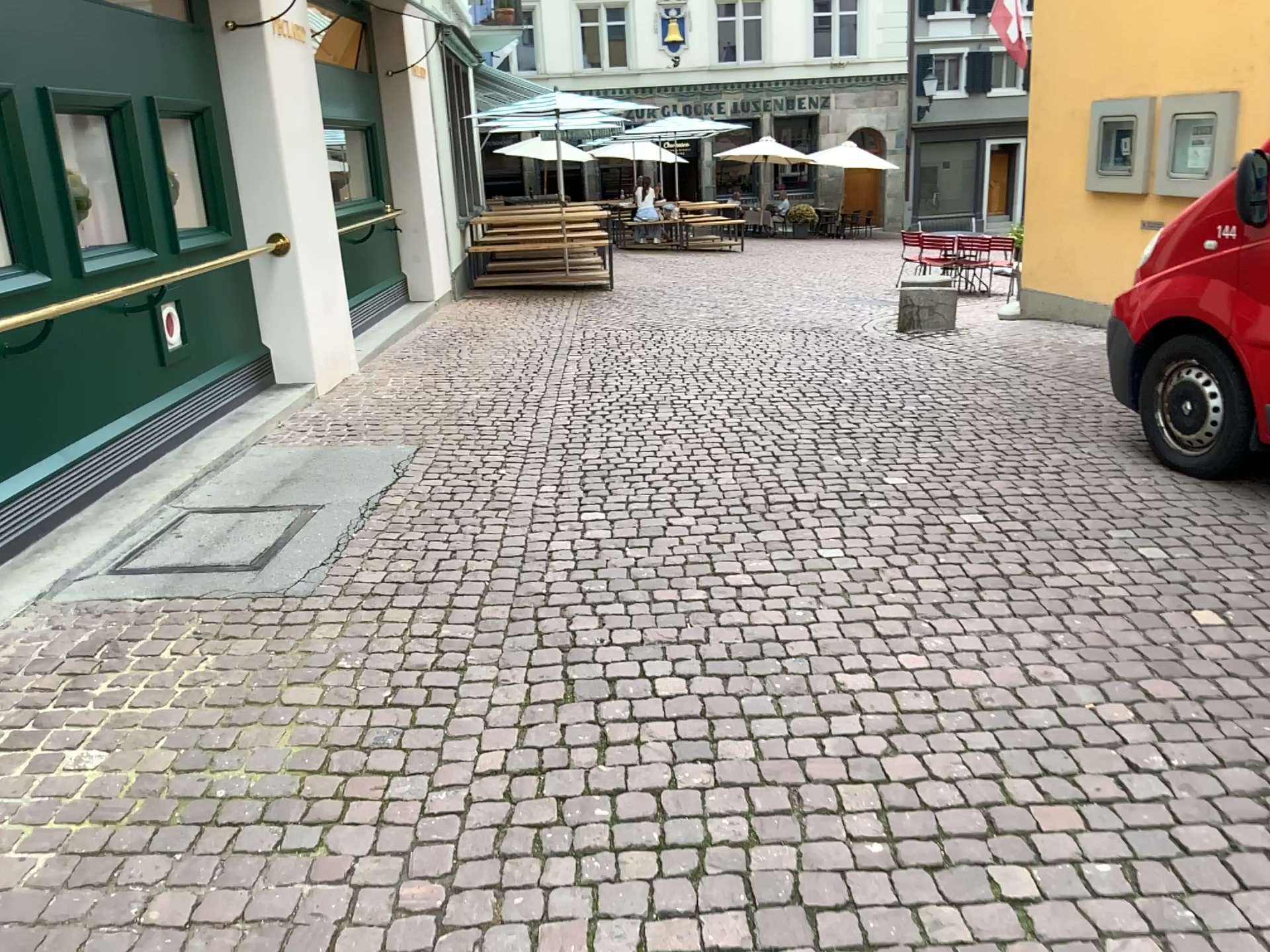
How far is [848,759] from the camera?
2.6 meters
